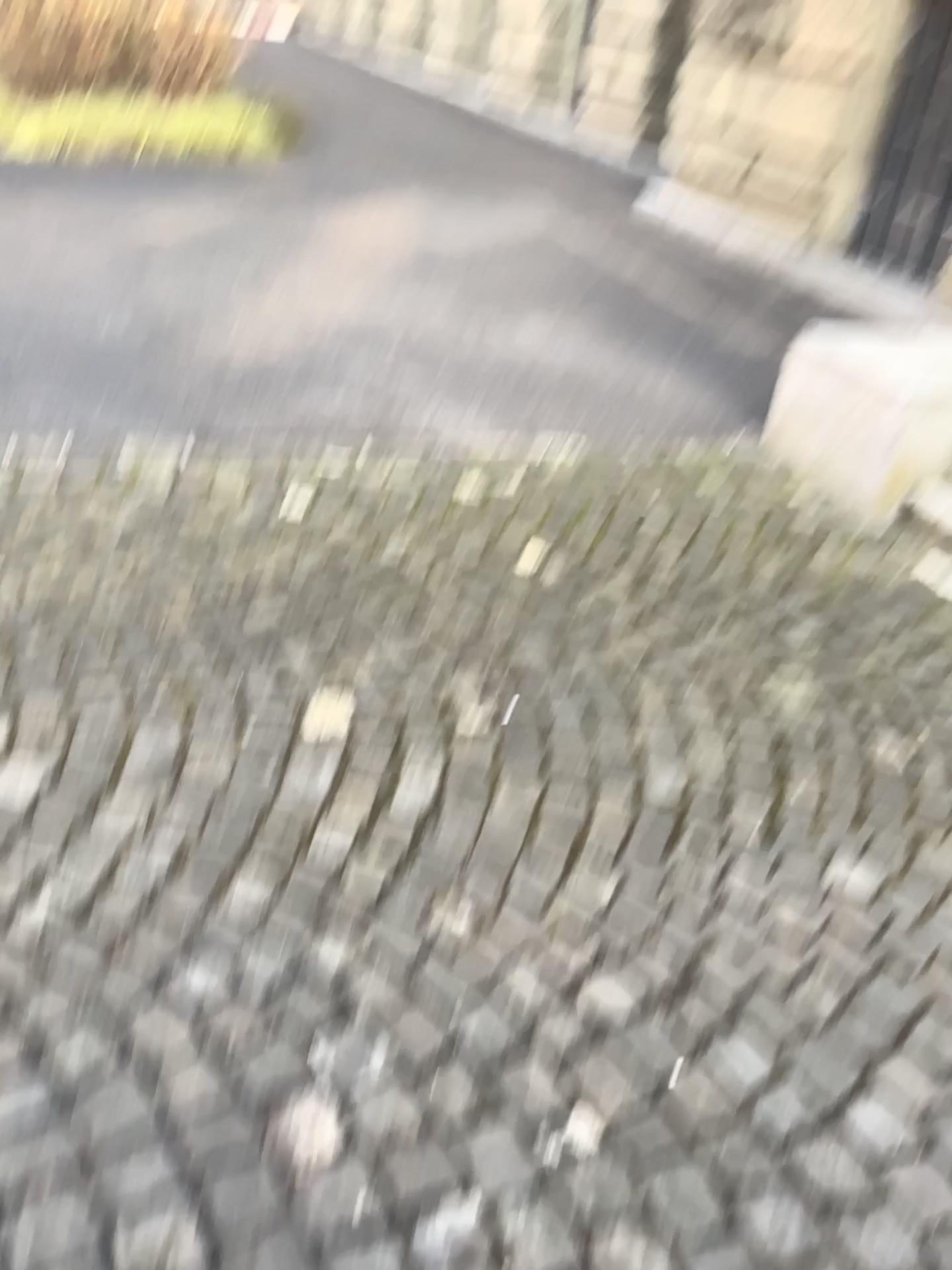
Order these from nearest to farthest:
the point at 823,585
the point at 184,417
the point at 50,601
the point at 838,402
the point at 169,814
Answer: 1. the point at 169,814
2. the point at 50,601
3. the point at 823,585
4. the point at 838,402
5. the point at 184,417
